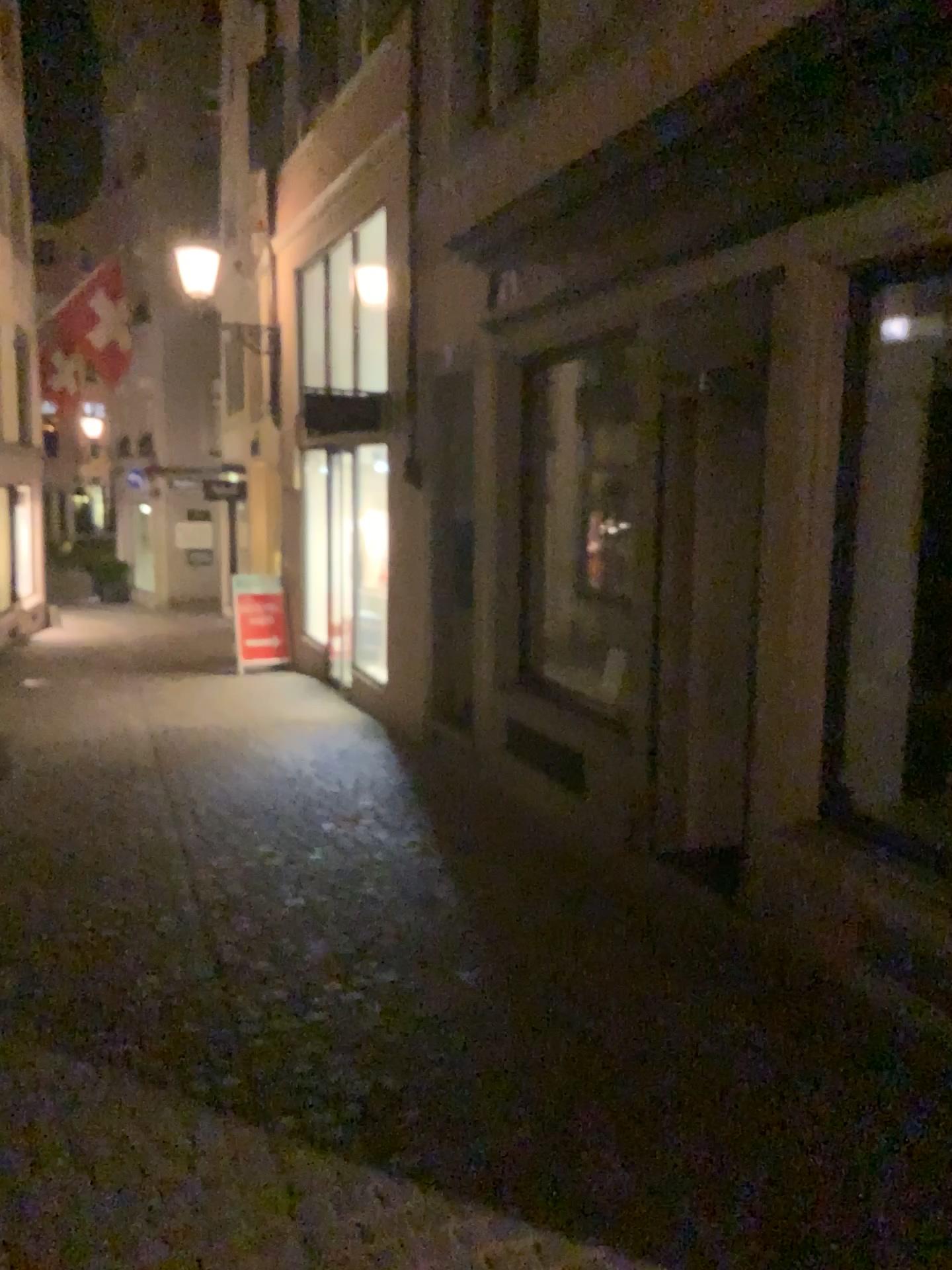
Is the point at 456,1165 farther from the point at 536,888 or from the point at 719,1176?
the point at 536,888
